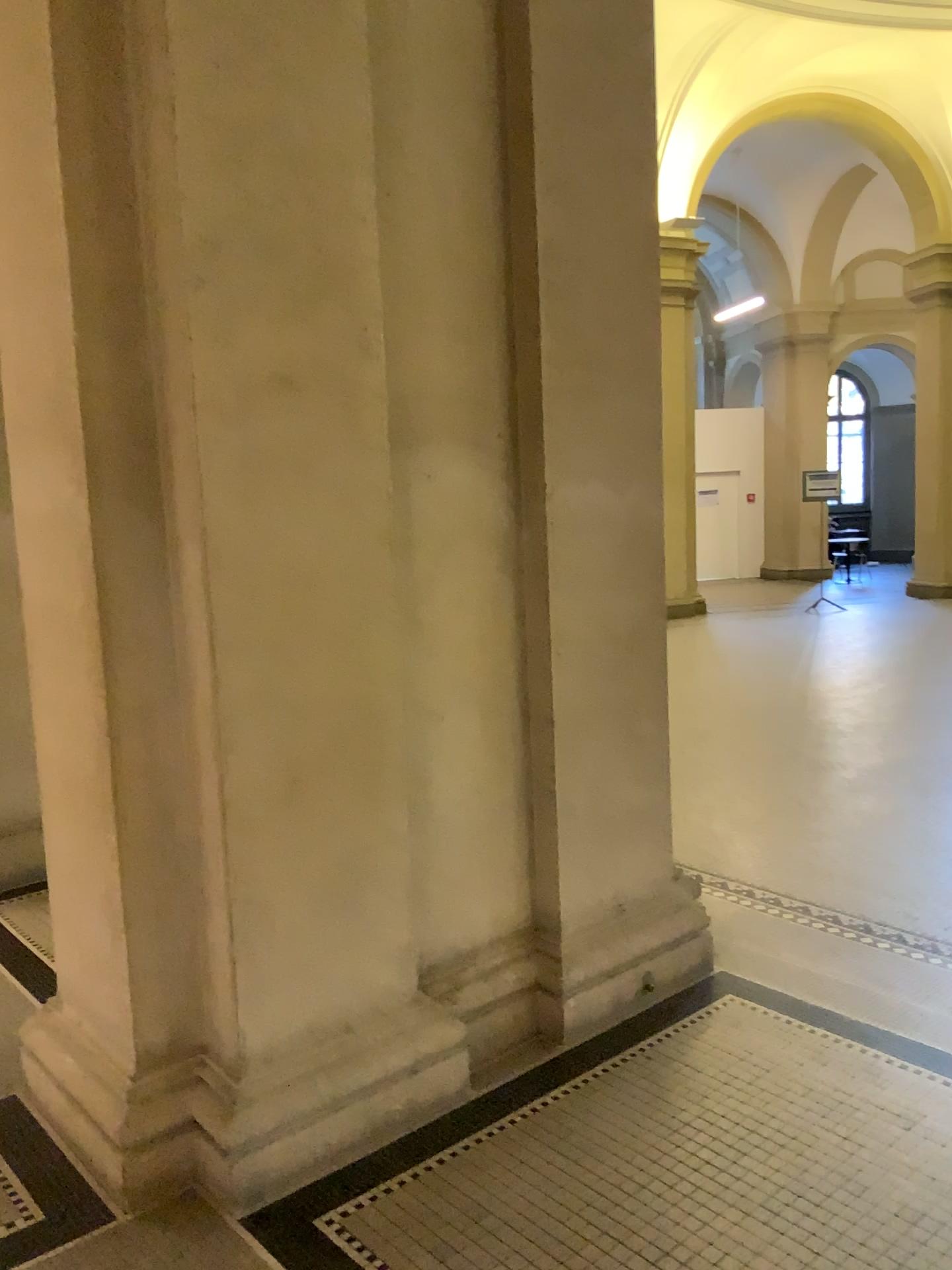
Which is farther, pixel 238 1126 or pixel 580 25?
pixel 580 25

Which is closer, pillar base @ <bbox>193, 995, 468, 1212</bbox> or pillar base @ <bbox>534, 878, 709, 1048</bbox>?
pillar base @ <bbox>193, 995, 468, 1212</bbox>

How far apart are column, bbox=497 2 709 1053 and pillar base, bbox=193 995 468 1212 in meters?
0.4

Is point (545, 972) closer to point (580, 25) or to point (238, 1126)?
point (238, 1126)

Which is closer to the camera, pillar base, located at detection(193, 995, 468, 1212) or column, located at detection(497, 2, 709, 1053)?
pillar base, located at detection(193, 995, 468, 1212)

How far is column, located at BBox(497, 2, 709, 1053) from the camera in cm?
301

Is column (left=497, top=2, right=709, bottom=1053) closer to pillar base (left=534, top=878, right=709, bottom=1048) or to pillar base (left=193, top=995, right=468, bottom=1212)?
pillar base (left=534, top=878, right=709, bottom=1048)

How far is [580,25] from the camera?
3.0 meters

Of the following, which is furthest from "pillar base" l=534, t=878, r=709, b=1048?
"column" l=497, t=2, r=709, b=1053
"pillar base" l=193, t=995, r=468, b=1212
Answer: "pillar base" l=193, t=995, r=468, b=1212

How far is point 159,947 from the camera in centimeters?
257cm
